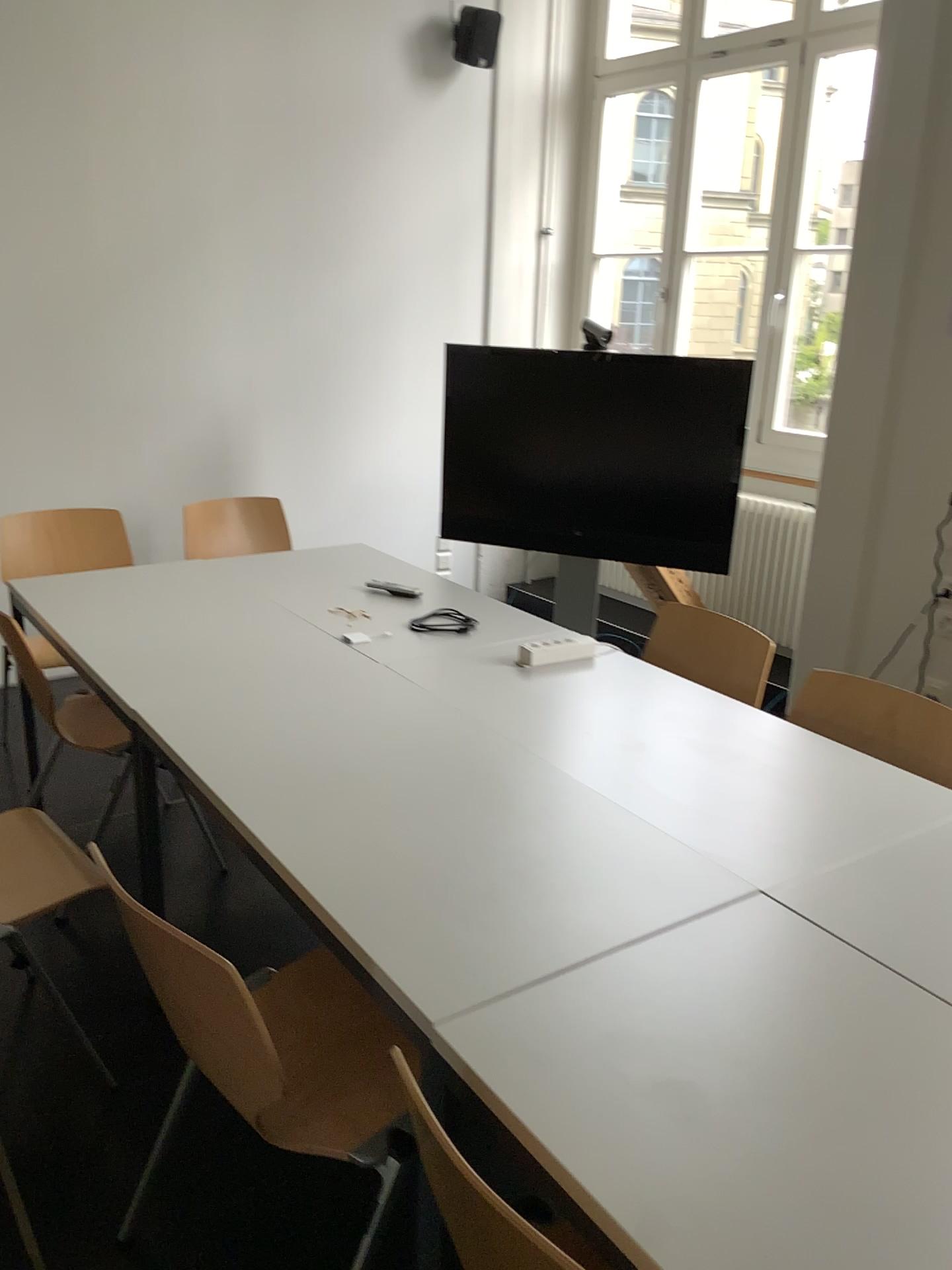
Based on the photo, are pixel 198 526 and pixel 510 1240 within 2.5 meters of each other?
no

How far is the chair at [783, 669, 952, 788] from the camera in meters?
→ 2.2

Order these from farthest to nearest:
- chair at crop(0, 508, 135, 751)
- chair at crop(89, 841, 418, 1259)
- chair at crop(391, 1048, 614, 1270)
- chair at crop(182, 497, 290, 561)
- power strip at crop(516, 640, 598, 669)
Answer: chair at crop(182, 497, 290, 561) → chair at crop(0, 508, 135, 751) → power strip at crop(516, 640, 598, 669) → chair at crop(89, 841, 418, 1259) → chair at crop(391, 1048, 614, 1270)

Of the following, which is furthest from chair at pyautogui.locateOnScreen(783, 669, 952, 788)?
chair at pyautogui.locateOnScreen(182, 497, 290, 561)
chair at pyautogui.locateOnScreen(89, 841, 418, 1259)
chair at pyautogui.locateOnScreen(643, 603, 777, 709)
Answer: chair at pyautogui.locateOnScreen(182, 497, 290, 561)

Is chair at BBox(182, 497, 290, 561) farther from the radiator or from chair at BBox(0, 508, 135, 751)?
the radiator

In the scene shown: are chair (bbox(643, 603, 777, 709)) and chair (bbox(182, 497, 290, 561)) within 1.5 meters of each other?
no

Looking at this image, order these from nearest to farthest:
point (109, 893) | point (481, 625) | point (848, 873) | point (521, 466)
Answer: point (848, 873)
point (109, 893)
point (481, 625)
point (521, 466)

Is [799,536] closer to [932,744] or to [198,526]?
[932,744]

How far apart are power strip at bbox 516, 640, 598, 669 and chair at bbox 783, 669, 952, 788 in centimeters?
54cm

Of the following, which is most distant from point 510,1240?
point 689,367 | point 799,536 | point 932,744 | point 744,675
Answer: point 689,367
